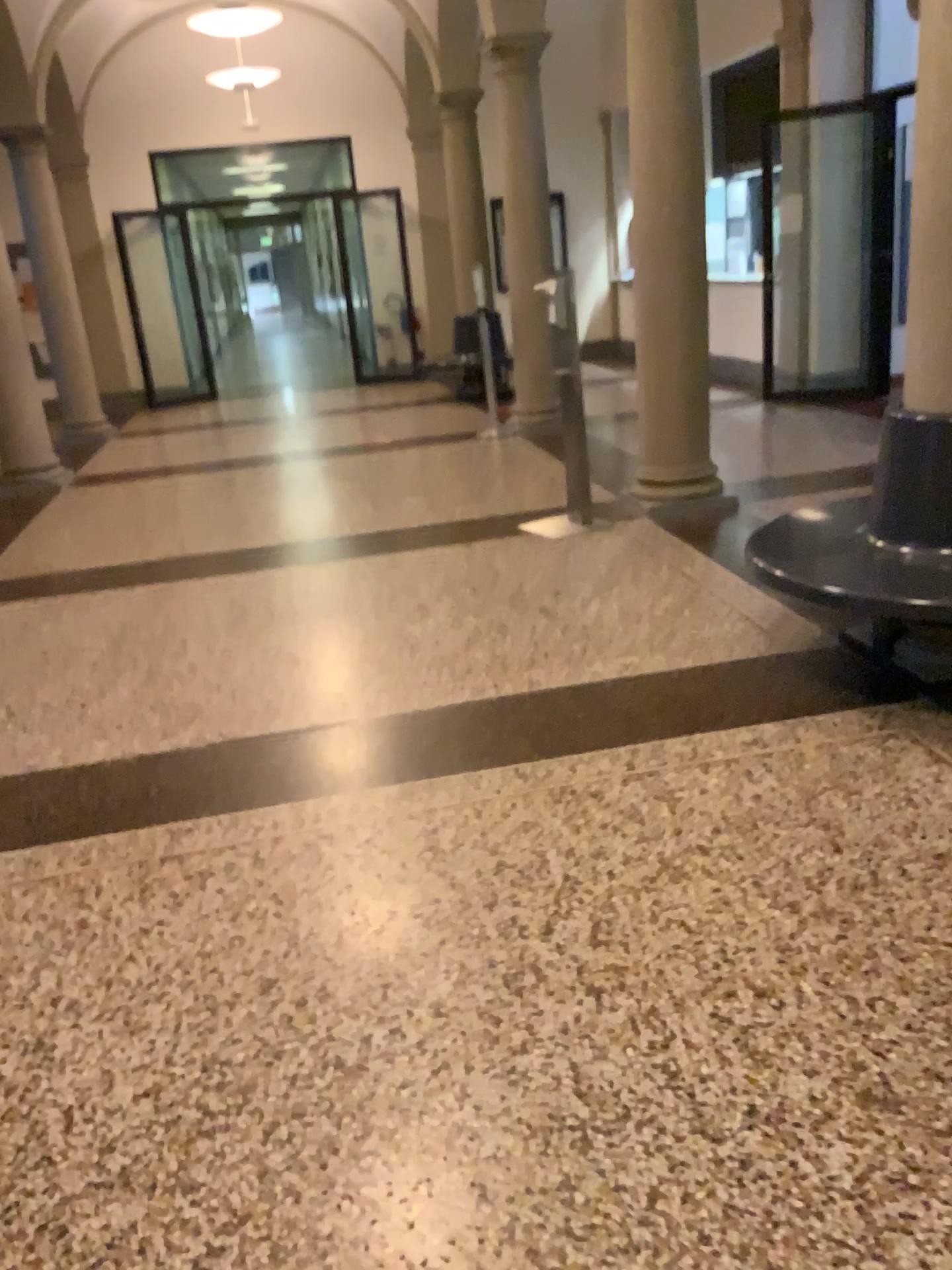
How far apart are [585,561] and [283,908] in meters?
2.8
